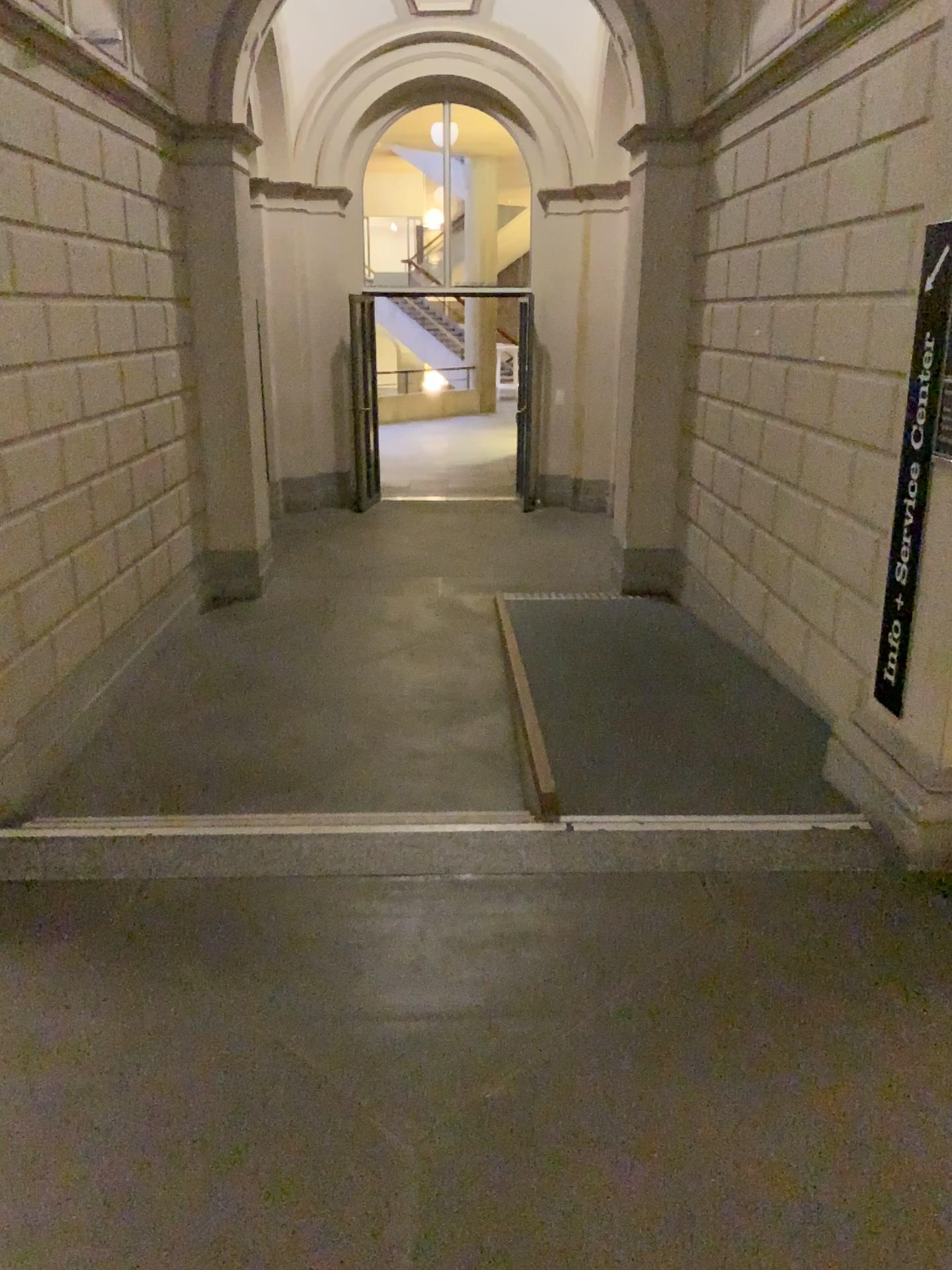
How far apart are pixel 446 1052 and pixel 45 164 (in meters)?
3.92
